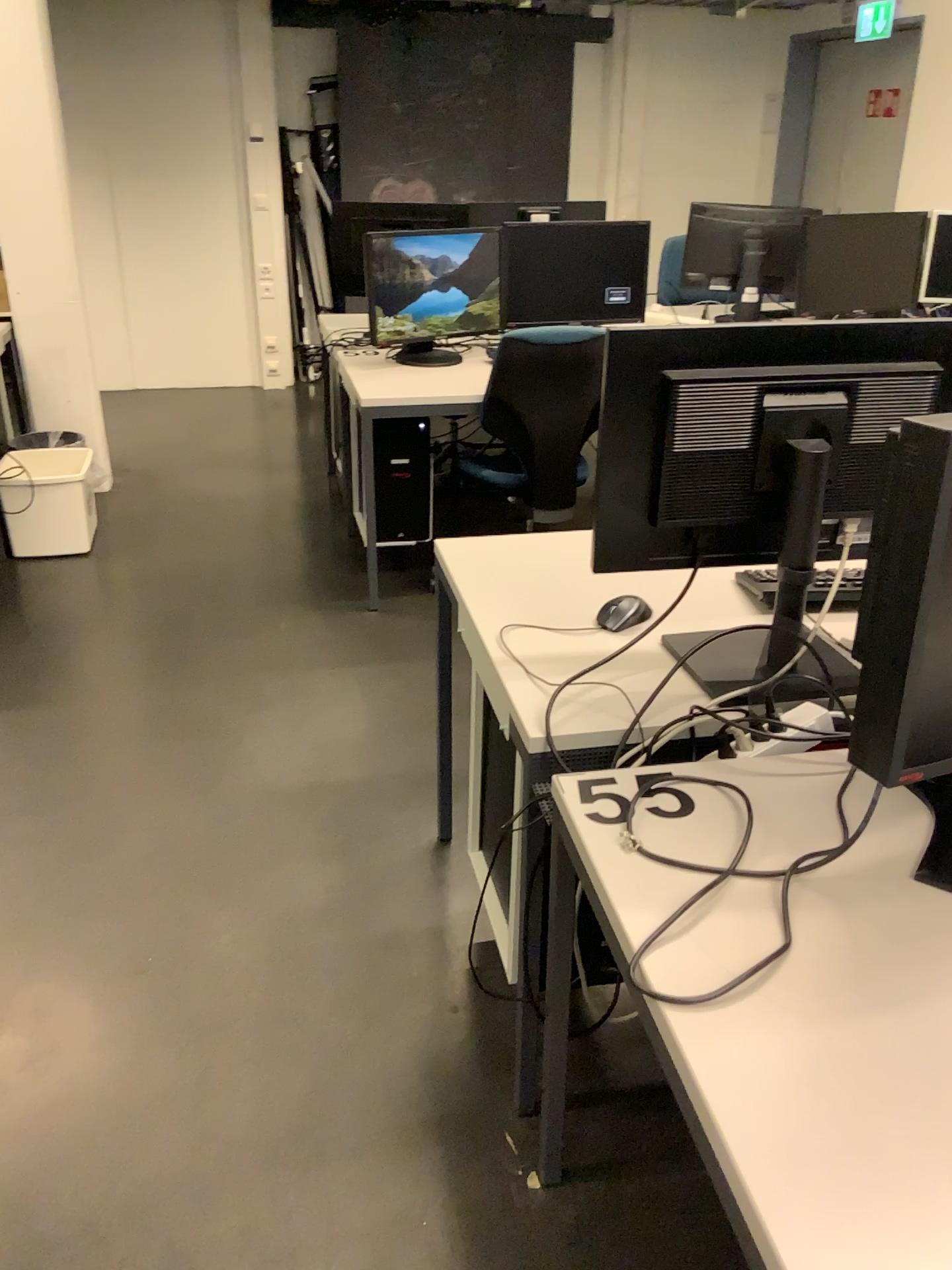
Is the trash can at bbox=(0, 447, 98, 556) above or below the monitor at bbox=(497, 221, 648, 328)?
below

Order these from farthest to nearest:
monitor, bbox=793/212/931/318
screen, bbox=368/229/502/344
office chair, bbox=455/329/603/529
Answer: monitor, bbox=793/212/931/318 < screen, bbox=368/229/502/344 < office chair, bbox=455/329/603/529

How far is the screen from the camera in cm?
370

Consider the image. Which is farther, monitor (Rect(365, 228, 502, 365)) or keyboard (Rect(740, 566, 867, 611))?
monitor (Rect(365, 228, 502, 365))

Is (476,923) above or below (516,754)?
below

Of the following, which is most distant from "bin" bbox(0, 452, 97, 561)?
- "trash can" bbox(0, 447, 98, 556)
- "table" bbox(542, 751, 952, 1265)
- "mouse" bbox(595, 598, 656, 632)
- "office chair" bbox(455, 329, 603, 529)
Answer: "table" bbox(542, 751, 952, 1265)

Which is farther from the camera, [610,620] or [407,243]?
[407,243]

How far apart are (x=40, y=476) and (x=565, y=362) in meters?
2.0 m

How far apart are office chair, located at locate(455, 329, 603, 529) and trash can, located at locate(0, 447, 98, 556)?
1.6m

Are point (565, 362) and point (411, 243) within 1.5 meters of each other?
yes
